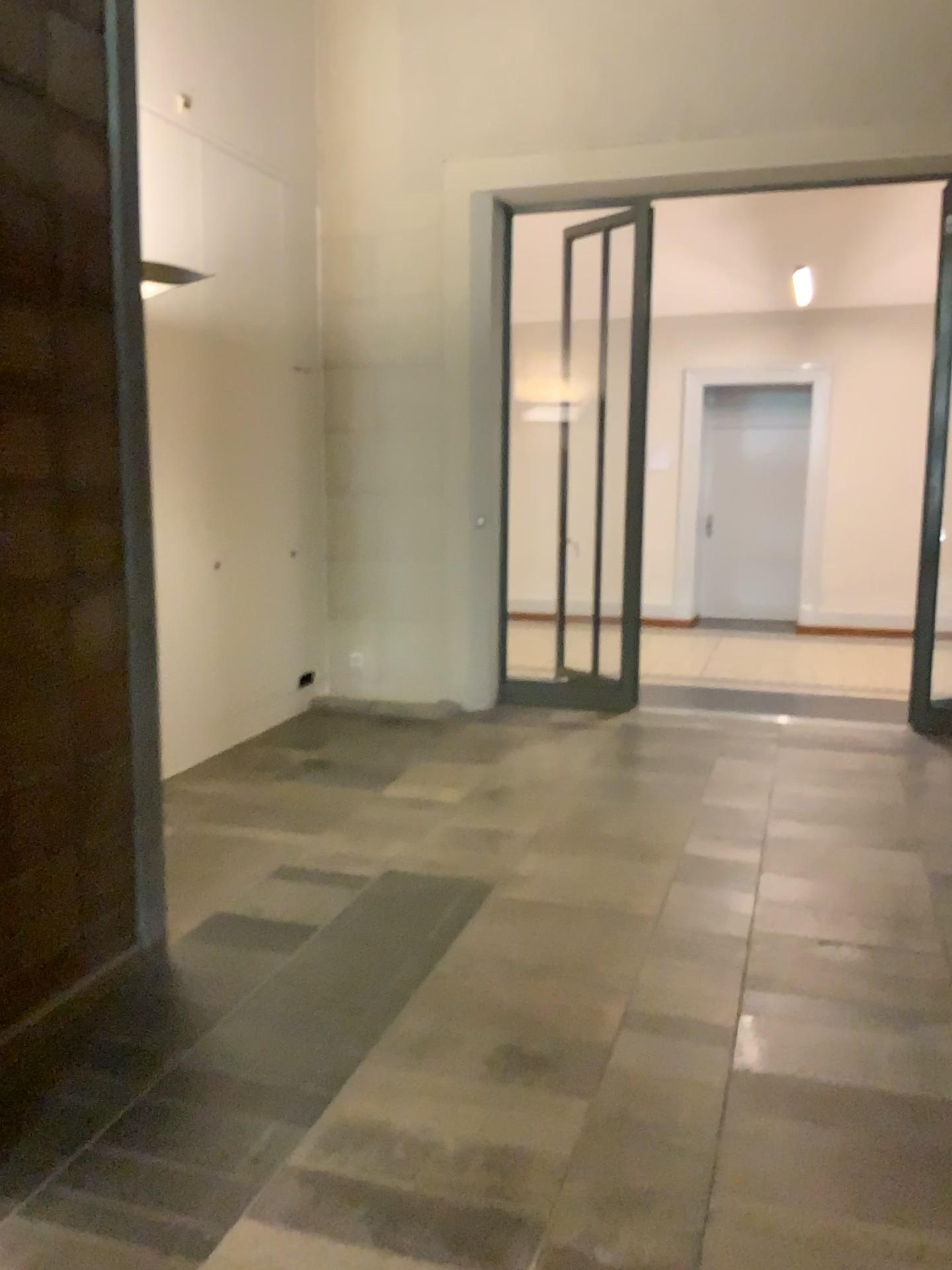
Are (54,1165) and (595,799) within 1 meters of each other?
no
